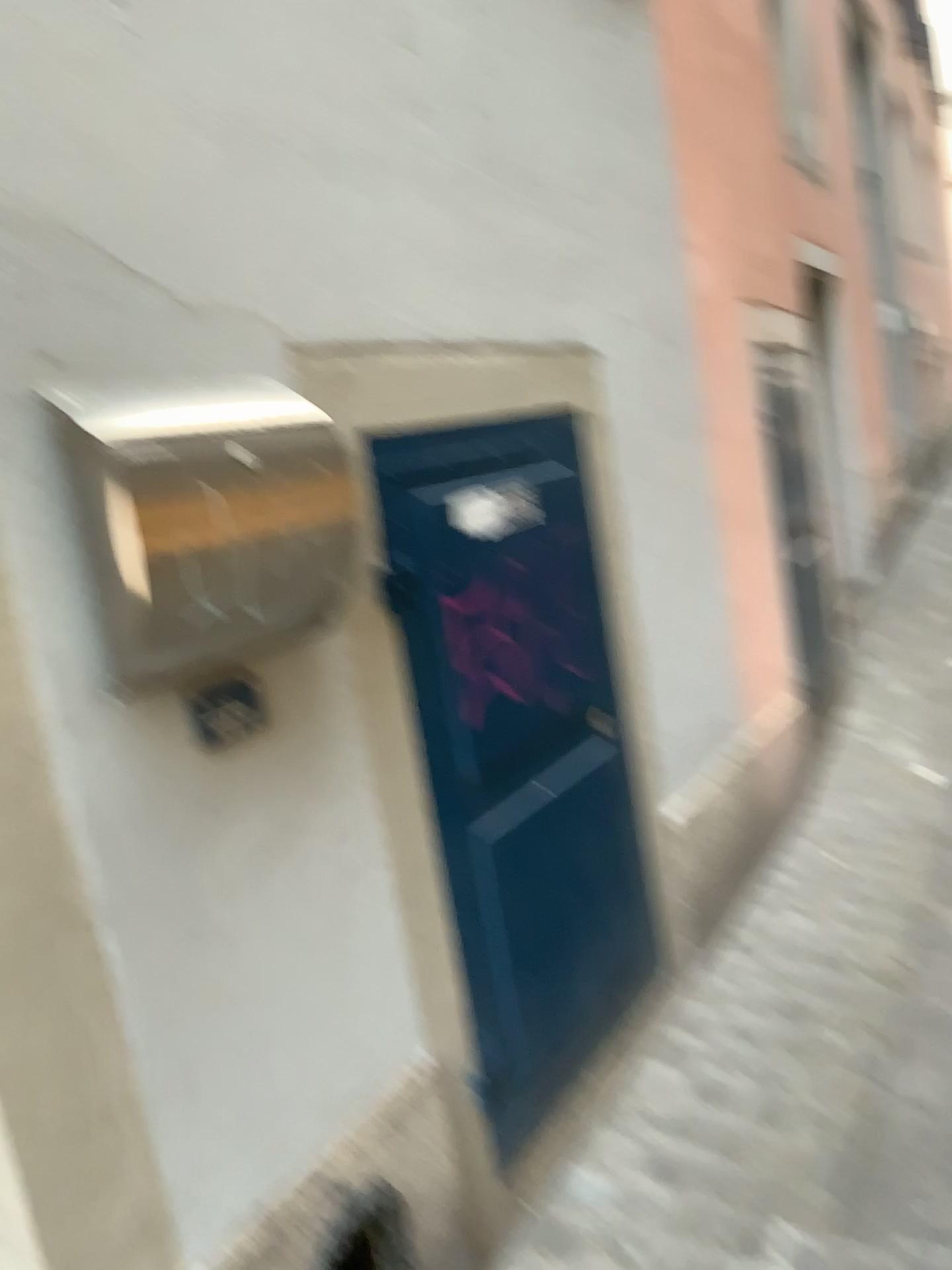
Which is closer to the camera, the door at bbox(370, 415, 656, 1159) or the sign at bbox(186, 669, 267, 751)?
the sign at bbox(186, 669, 267, 751)

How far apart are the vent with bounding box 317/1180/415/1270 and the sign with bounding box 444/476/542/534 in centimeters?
100cm

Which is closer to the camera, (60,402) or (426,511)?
(60,402)

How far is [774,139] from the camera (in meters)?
3.47

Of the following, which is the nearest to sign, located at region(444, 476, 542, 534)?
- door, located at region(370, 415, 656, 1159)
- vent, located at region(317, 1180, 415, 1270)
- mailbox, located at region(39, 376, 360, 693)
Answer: door, located at region(370, 415, 656, 1159)

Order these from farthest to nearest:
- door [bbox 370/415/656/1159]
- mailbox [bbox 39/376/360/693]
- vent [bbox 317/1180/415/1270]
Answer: door [bbox 370/415/656/1159]
vent [bbox 317/1180/415/1270]
mailbox [bbox 39/376/360/693]

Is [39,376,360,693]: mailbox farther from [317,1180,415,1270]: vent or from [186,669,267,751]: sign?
[317,1180,415,1270]: vent

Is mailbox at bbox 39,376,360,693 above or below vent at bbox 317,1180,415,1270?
above

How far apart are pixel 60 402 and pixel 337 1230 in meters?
1.1

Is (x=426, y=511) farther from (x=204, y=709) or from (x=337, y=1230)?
(x=337, y=1230)
